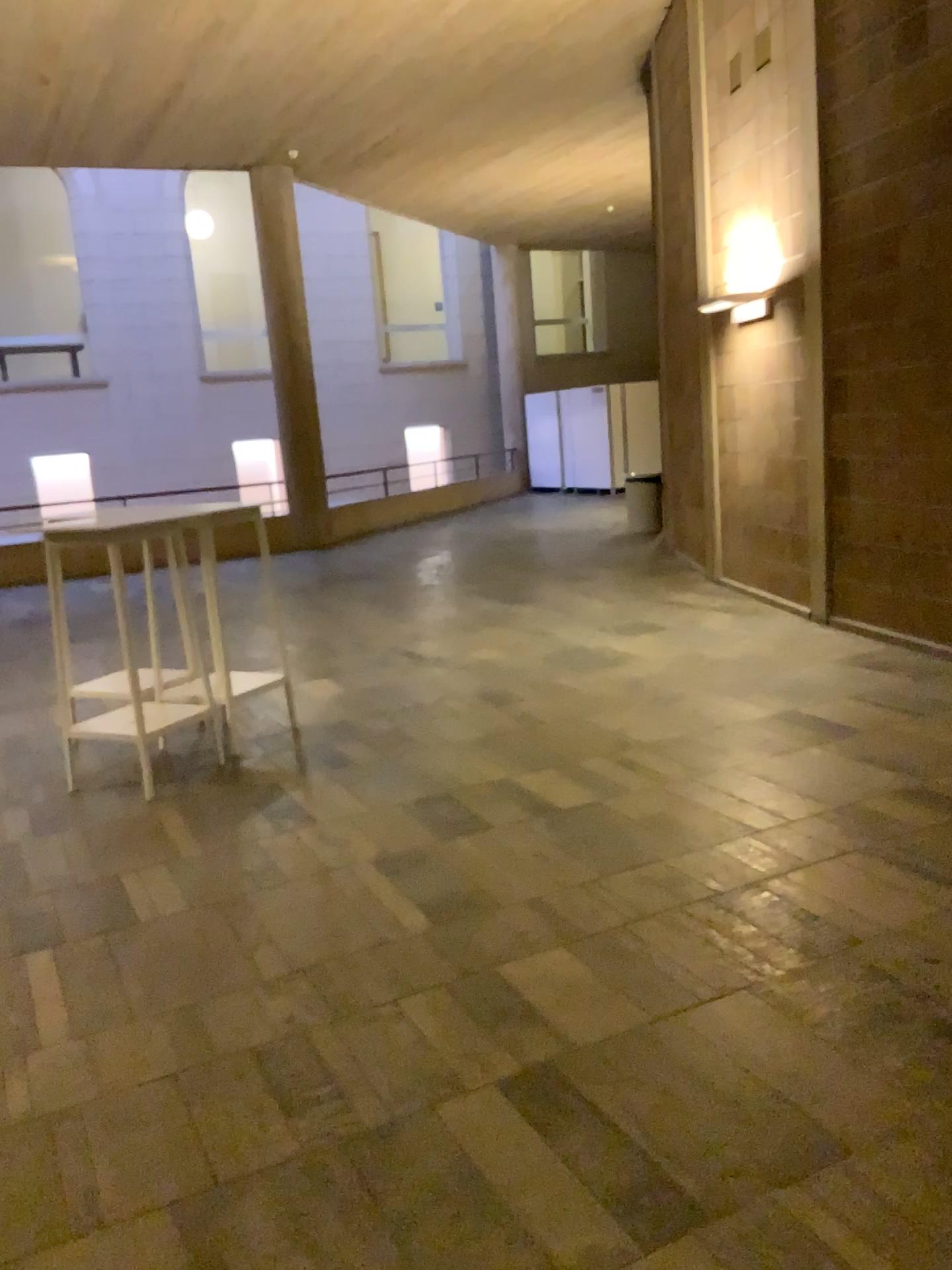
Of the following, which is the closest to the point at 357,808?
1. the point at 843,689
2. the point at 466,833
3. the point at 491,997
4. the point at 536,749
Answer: the point at 466,833
